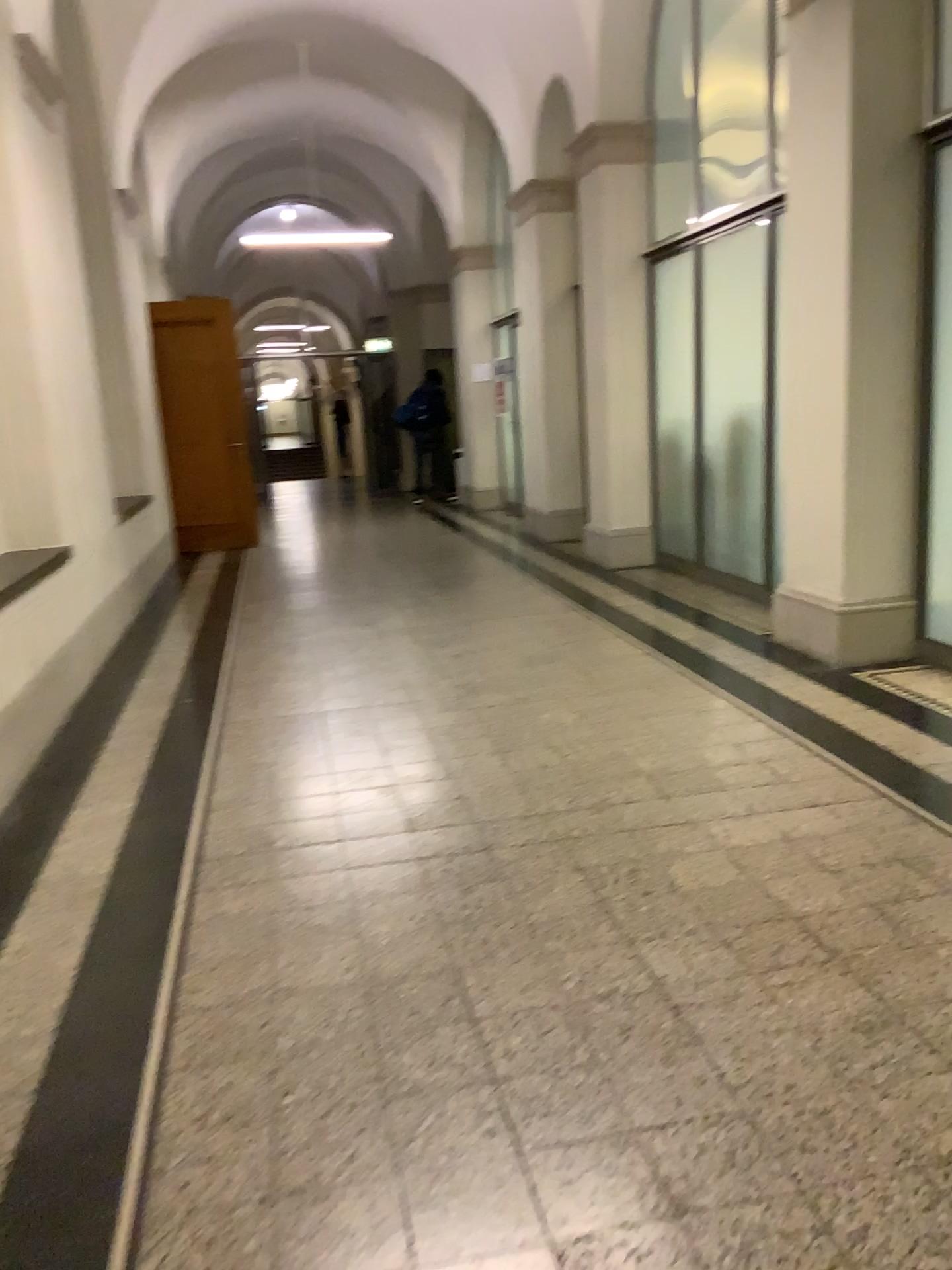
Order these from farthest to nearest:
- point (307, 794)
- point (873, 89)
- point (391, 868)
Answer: point (873, 89), point (307, 794), point (391, 868)
